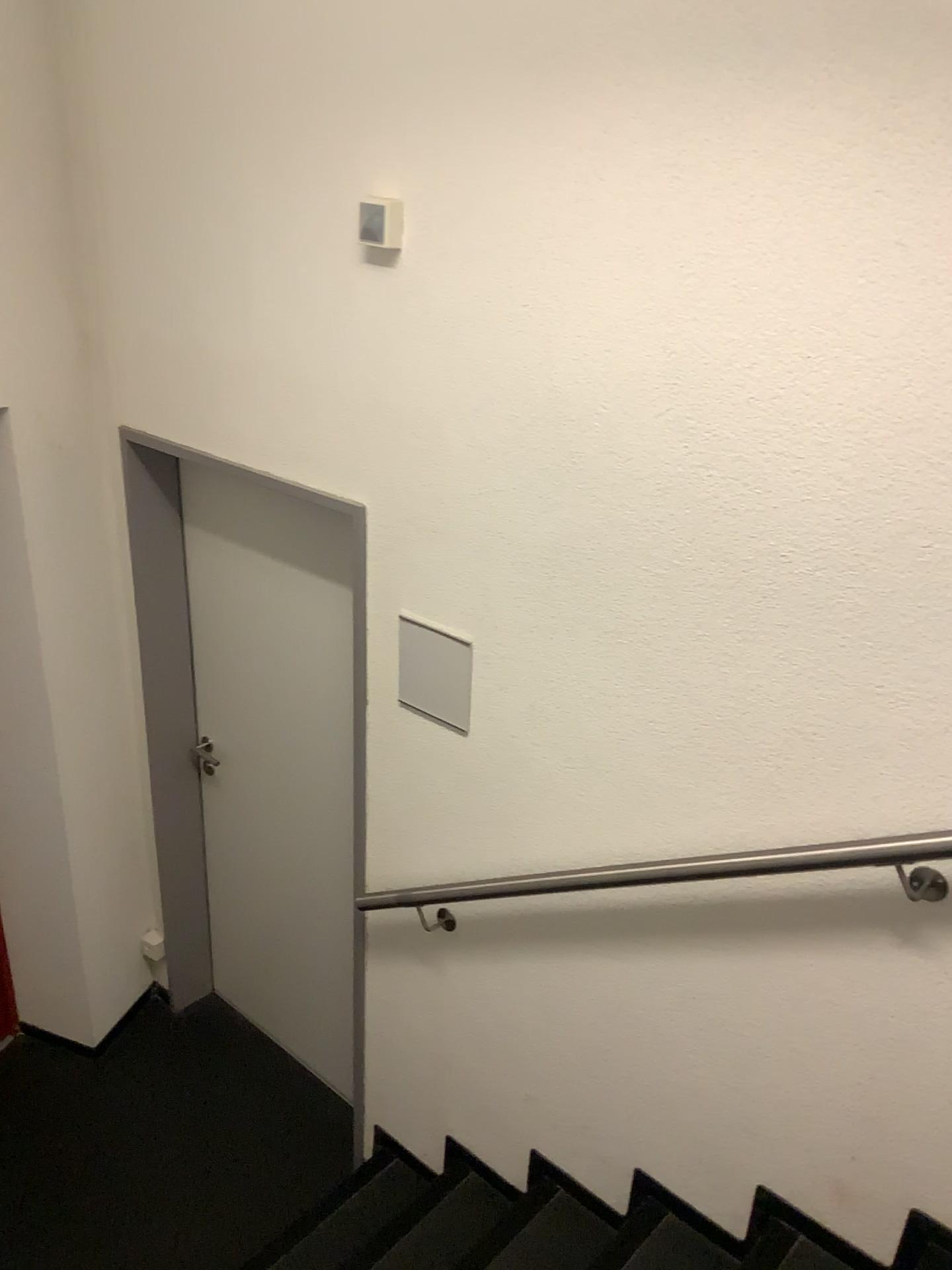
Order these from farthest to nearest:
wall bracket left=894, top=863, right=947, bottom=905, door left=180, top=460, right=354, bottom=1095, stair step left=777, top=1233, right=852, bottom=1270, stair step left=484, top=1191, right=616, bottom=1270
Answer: door left=180, top=460, right=354, bottom=1095
stair step left=484, top=1191, right=616, bottom=1270
stair step left=777, top=1233, right=852, bottom=1270
wall bracket left=894, top=863, right=947, bottom=905

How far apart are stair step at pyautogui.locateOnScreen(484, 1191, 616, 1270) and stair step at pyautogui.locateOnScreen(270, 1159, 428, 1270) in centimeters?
37cm

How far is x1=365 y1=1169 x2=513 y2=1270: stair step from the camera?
2.4 meters

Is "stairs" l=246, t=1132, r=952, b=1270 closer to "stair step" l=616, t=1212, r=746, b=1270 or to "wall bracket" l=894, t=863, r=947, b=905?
"stair step" l=616, t=1212, r=746, b=1270

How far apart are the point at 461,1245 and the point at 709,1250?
0.6 meters

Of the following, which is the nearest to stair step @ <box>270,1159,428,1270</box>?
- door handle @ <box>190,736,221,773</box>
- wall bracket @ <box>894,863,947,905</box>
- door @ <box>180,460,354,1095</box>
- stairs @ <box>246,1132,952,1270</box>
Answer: stairs @ <box>246,1132,952,1270</box>

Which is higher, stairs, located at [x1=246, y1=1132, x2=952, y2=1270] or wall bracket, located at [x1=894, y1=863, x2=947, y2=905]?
wall bracket, located at [x1=894, y1=863, x2=947, y2=905]

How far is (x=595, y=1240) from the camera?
2.3m

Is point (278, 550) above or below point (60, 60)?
below

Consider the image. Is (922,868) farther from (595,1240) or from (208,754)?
(208,754)
